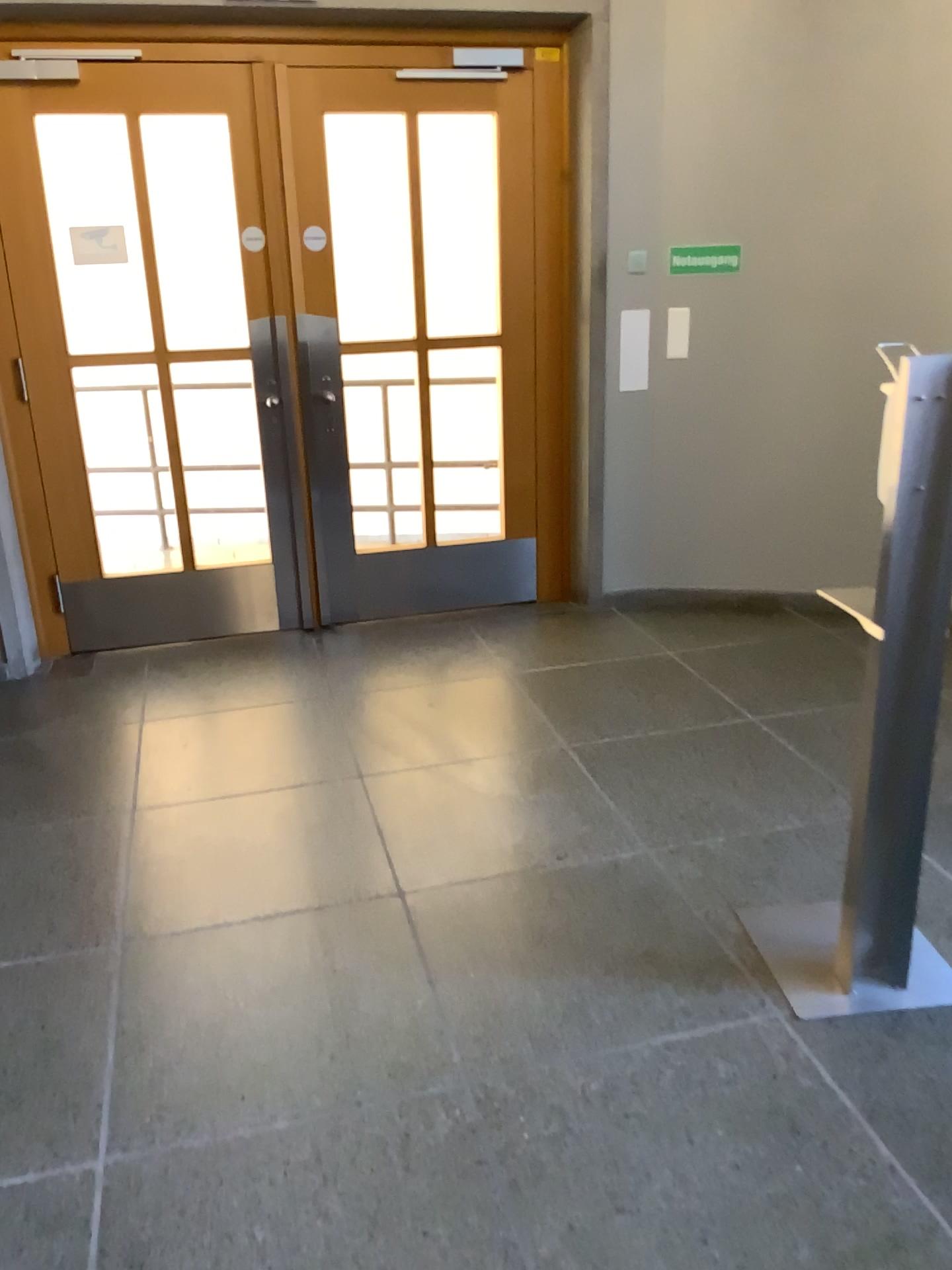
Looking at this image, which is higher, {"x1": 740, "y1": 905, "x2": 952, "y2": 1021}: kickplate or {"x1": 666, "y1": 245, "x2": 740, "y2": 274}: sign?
{"x1": 666, "y1": 245, "x2": 740, "y2": 274}: sign

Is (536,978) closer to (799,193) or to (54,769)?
(54,769)

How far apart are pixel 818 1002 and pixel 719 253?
3.1 meters

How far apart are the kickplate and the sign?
2.8 meters

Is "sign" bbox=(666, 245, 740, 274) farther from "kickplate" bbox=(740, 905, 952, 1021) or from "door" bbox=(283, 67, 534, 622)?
"kickplate" bbox=(740, 905, 952, 1021)

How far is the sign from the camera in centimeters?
434cm

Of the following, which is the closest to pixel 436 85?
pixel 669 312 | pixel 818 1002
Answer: pixel 669 312

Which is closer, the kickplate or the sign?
the kickplate

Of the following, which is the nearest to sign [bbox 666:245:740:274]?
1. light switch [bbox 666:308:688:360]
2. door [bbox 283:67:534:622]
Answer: light switch [bbox 666:308:688:360]

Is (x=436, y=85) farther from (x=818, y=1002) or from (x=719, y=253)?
(x=818, y=1002)
